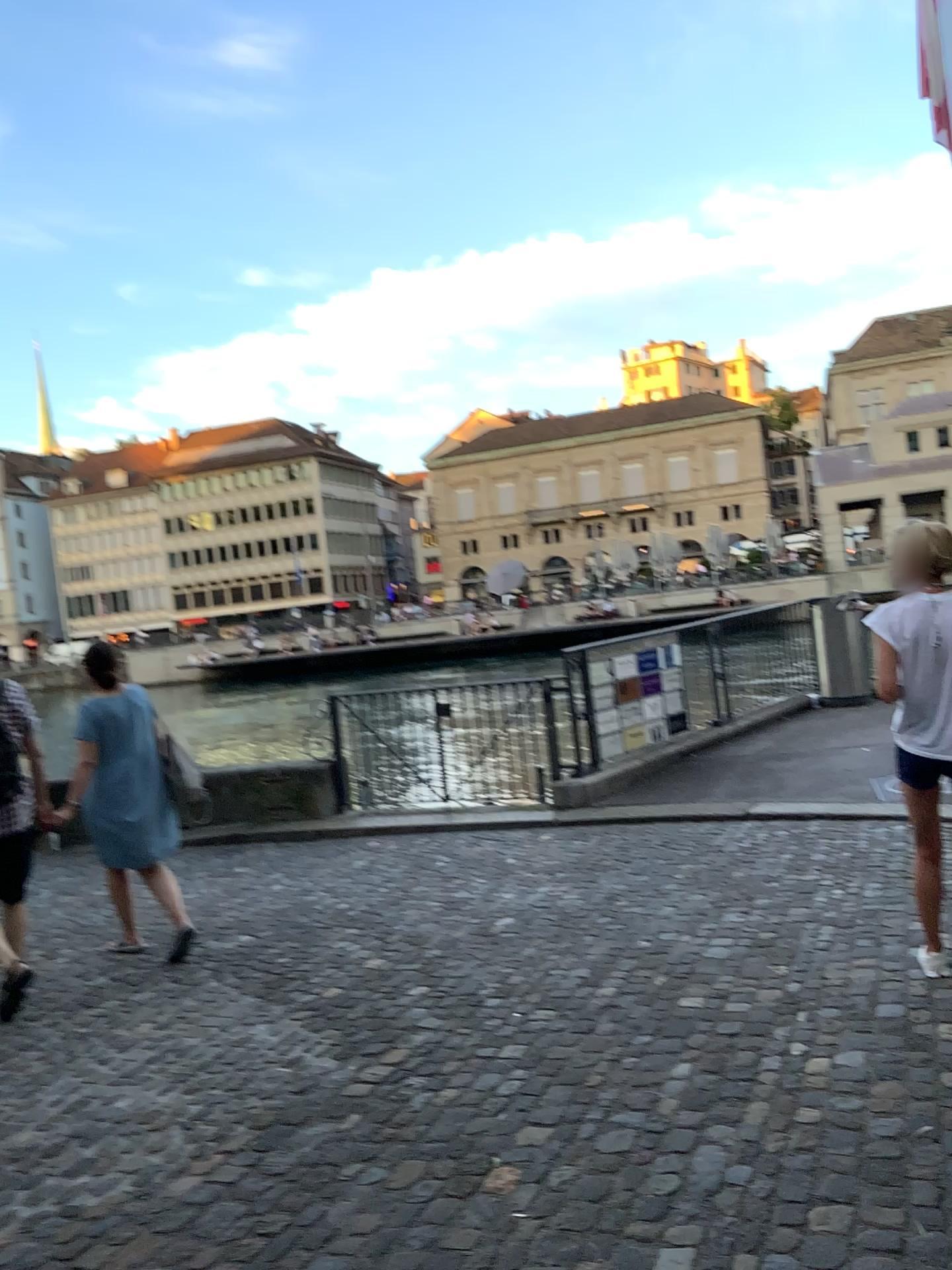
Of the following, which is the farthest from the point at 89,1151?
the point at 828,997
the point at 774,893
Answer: the point at 774,893
